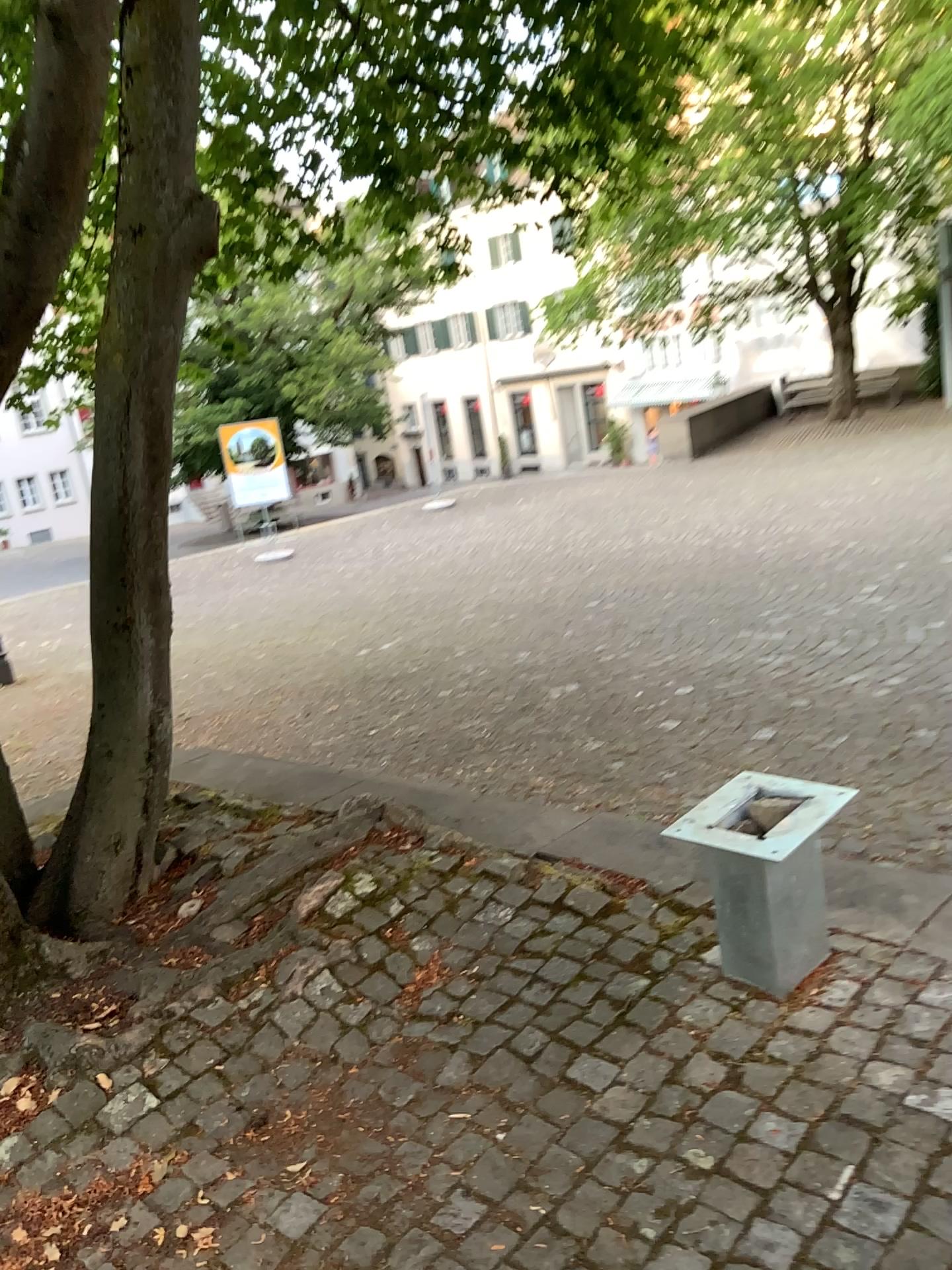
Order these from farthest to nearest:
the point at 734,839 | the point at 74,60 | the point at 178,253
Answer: the point at 178,253
the point at 734,839
the point at 74,60

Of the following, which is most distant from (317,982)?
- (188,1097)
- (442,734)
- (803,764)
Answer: (442,734)

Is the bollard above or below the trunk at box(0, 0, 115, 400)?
below

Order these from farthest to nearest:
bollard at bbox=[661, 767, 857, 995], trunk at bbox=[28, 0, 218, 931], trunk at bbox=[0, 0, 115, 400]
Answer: trunk at bbox=[28, 0, 218, 931] → bollard at bbox=[661, 767, 857, 995] → trunk at bbox=[0, 0, 115, 400]

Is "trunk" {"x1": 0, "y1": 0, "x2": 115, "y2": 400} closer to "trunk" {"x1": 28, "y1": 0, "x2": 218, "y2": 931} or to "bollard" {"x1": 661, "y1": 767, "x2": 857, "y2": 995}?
"trunk" {"x1": 28, "y1": 0, "x2": 218, "y2": 931}

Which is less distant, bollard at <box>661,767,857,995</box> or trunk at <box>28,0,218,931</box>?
bollard at <box>661,767,857,995</box>

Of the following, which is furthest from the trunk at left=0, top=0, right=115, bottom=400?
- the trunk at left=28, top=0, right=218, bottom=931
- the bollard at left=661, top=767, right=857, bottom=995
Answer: the bollard at left=661, top=767, right=857, bottom=995

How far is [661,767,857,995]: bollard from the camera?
2.4 meters

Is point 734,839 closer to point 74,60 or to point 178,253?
point 74,60

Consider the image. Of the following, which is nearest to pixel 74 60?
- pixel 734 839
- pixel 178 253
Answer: pixel 178 253
